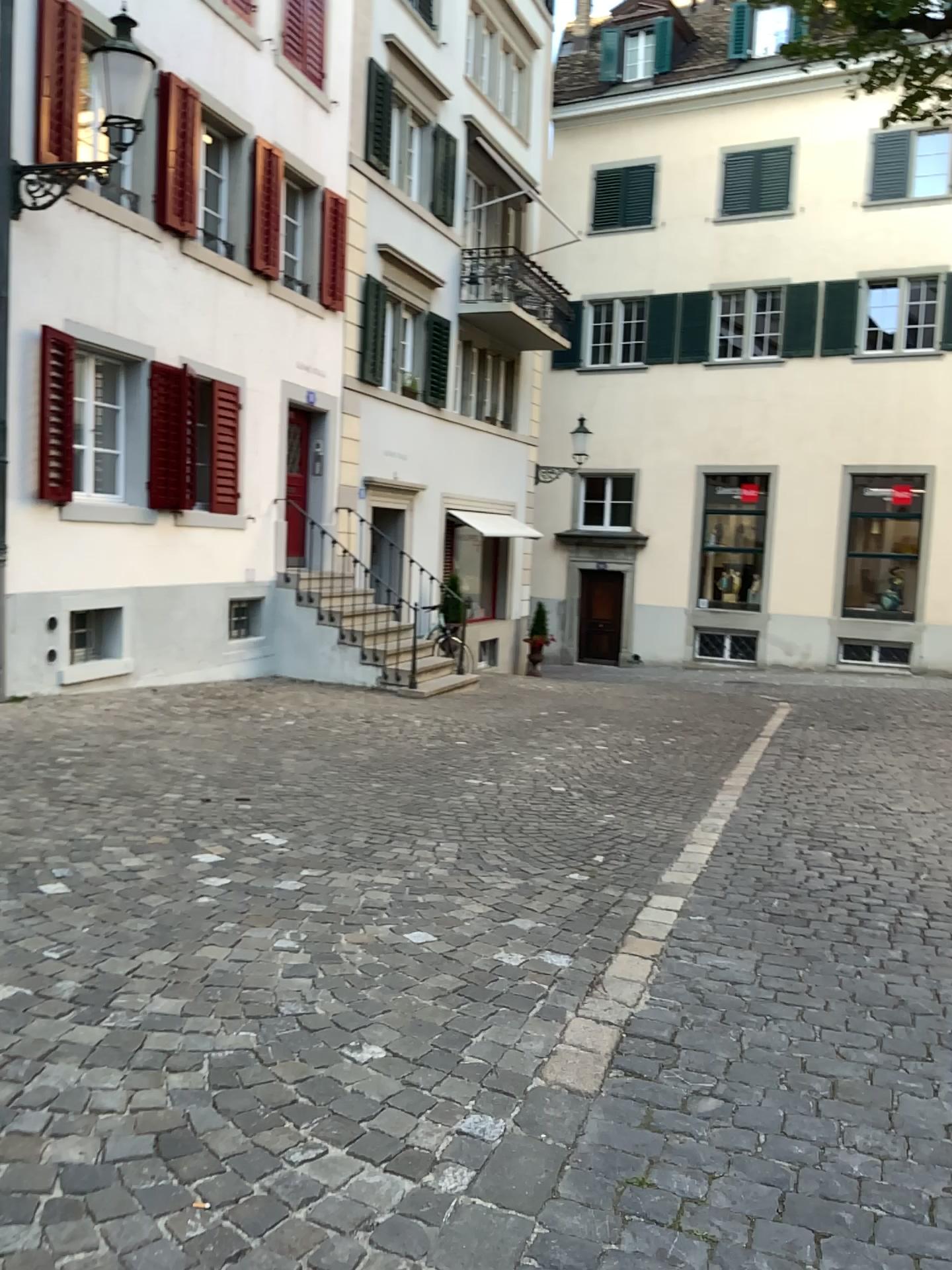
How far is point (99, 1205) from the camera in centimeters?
199cm
